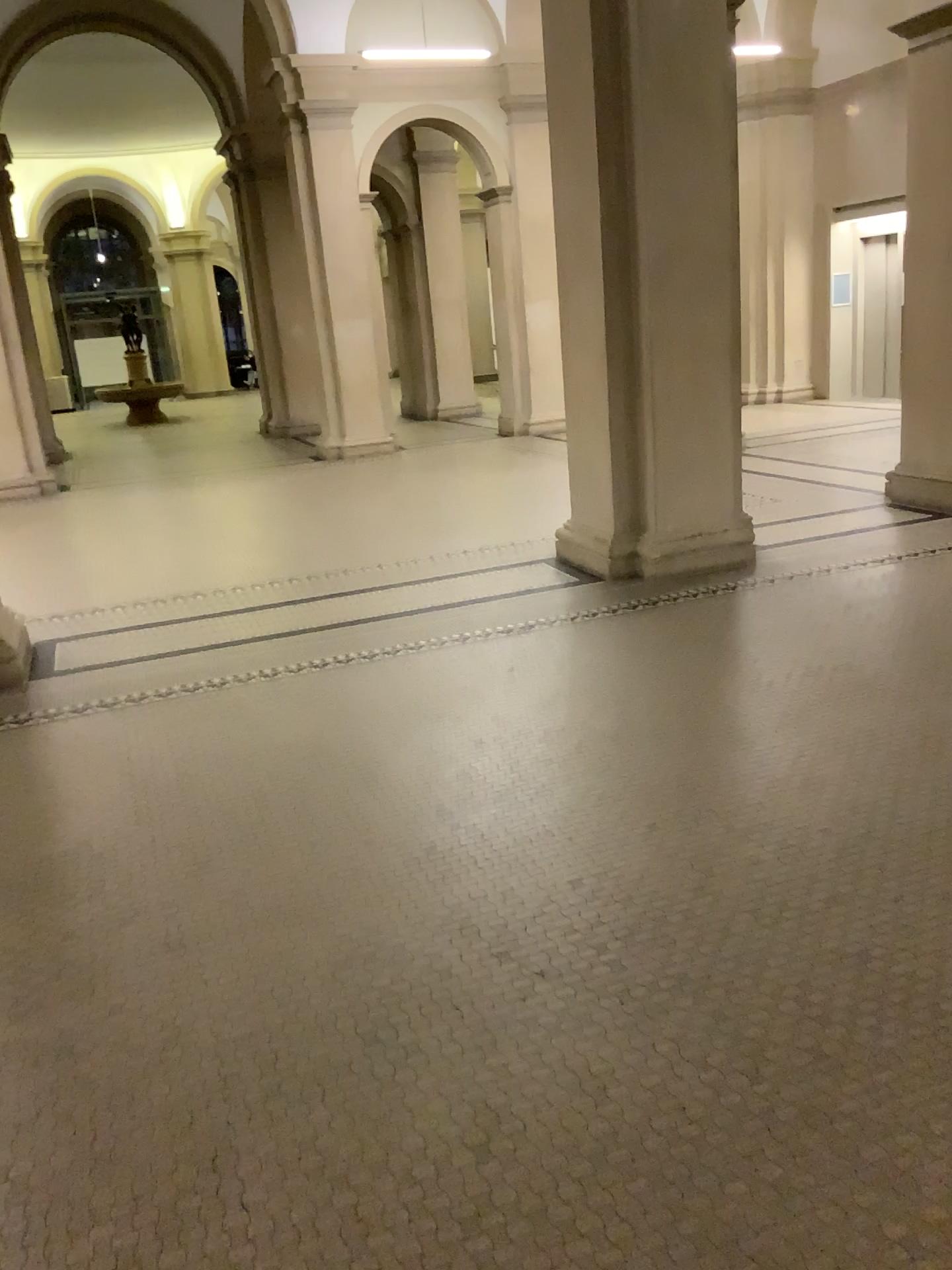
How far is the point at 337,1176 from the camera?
2.0 meters
